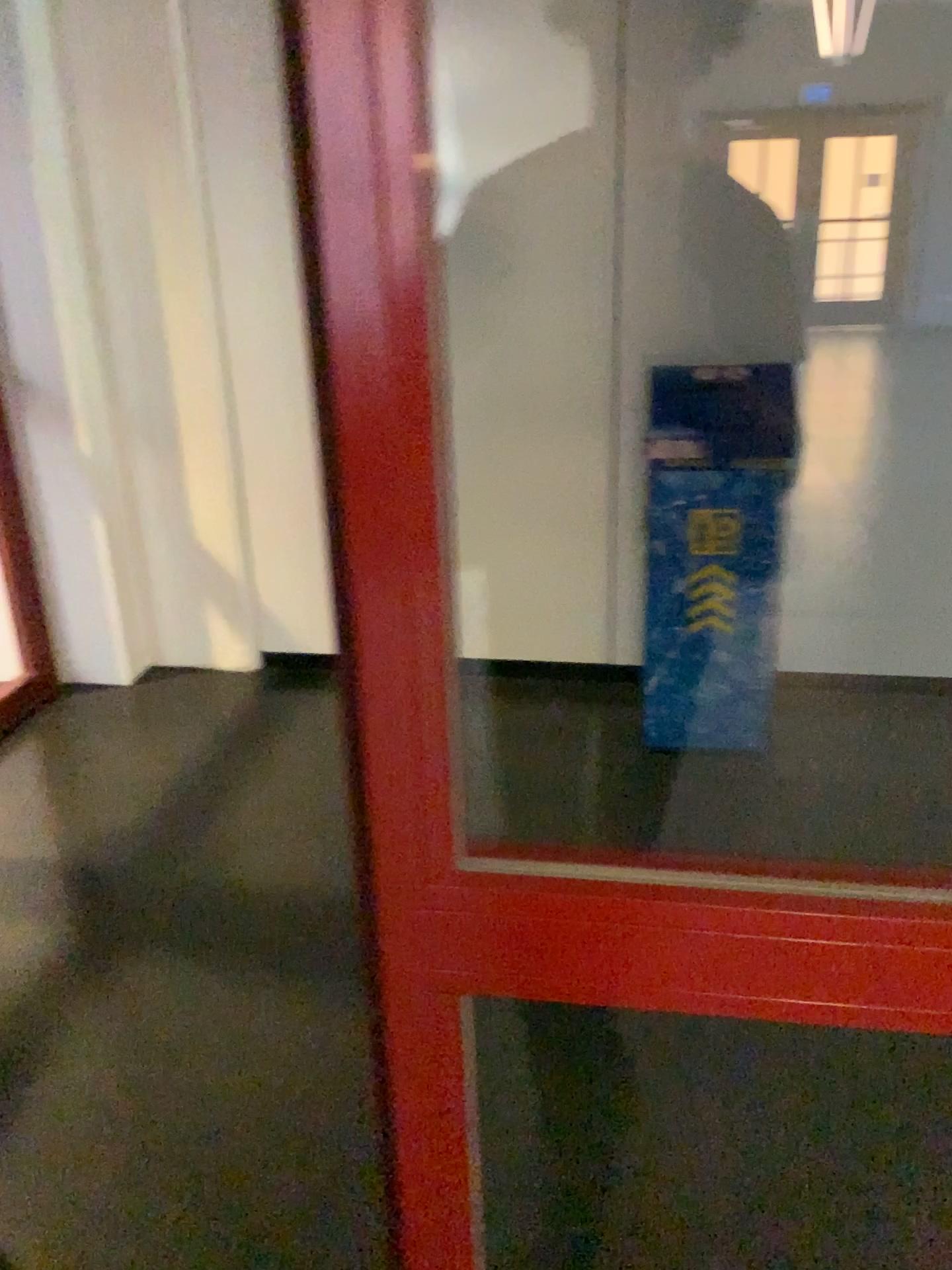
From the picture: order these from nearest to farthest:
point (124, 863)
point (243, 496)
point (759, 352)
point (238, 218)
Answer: point (759, 352)
point (124, 863)
point (238, 218)
point (243, 496)

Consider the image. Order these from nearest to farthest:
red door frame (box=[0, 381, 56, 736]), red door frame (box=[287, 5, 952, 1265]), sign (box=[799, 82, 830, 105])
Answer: red door frame (box=[287, 5, 952, 1265]) → sign (box=[799, 82, 830, 105]) → red door frame (box=[0, 381, 56, 736])

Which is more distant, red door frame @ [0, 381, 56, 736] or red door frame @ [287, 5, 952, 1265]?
red door frame @ [0, 381, 56, 736]

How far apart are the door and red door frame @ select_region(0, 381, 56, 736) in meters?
2.4

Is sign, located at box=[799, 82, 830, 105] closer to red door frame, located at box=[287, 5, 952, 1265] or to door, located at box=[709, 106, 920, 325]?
door, located at box=[709, 106, 920, 325]

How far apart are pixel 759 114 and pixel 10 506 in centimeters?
254cm

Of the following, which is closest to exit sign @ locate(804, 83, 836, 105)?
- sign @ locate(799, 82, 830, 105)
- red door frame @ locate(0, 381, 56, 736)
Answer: sign @ locate(799, 82, 830, 105)

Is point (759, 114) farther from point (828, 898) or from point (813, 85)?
point (828, 898)

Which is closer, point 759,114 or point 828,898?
point 828,898

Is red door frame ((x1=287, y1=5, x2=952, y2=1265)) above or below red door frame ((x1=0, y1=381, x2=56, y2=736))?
above
